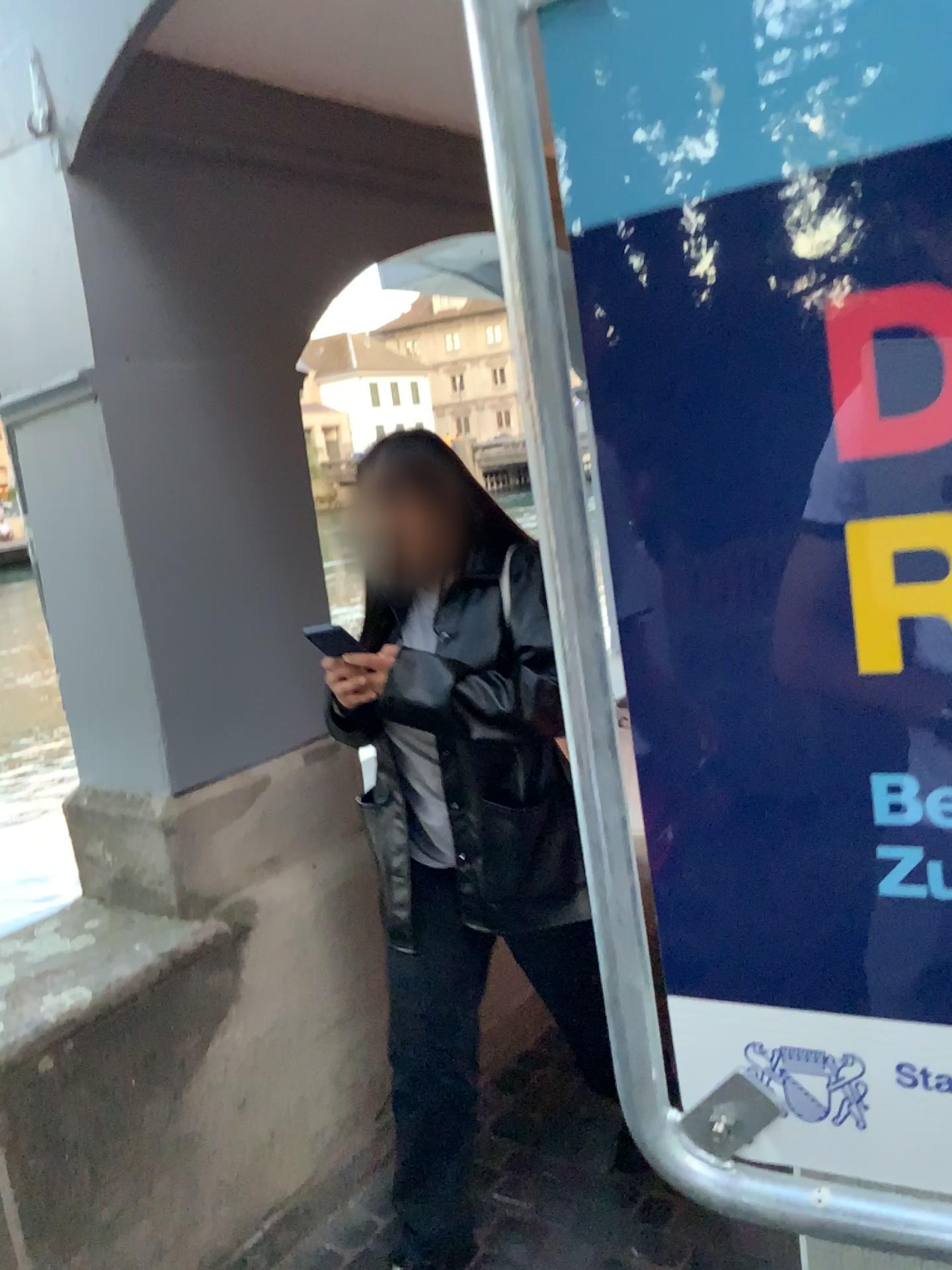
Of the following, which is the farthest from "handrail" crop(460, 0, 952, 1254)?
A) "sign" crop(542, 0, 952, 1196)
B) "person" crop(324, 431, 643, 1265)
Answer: "person" crop(324, 431, 643, 1265)

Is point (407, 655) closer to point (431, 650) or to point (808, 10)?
point (431, 650)

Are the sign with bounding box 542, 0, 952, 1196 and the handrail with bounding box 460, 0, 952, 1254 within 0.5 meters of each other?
yes

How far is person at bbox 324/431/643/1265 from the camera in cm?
166

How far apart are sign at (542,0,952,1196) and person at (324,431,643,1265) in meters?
1.1

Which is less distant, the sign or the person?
the sign

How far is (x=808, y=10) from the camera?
0.5 meters

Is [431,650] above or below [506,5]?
below

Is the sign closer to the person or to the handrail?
the handrail

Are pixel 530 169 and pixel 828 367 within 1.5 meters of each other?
yes
